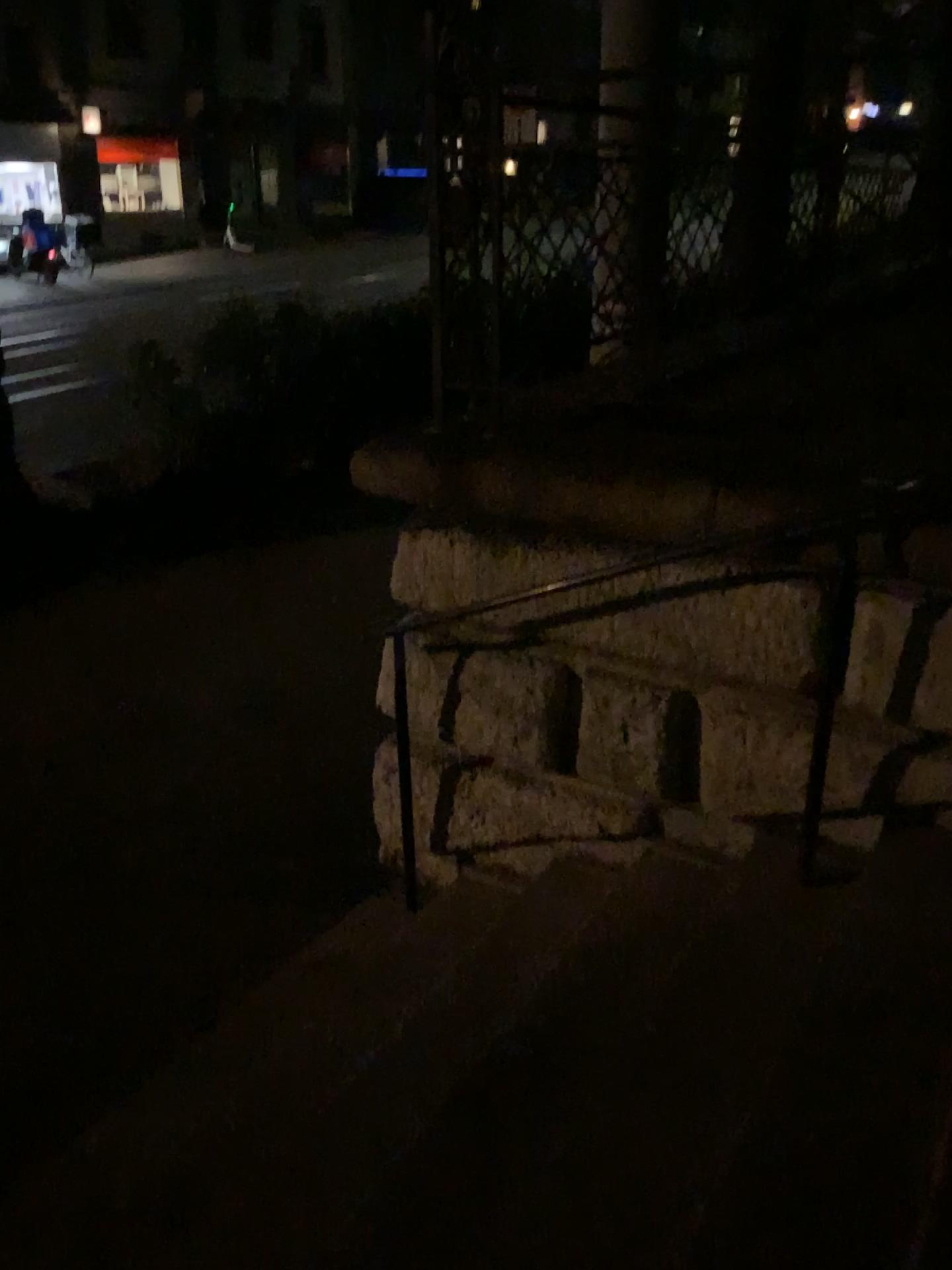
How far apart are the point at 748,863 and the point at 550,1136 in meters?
1.1 m
